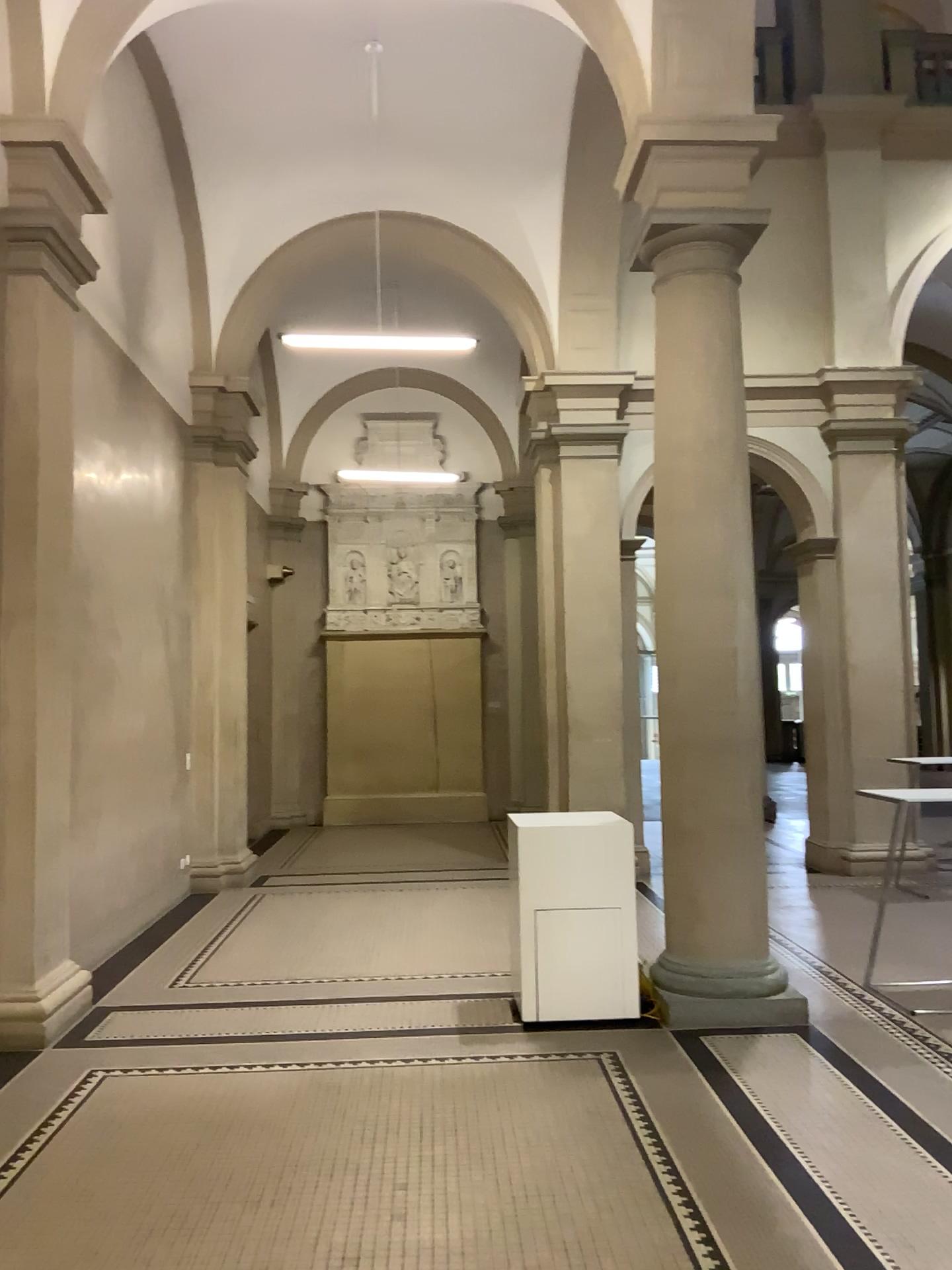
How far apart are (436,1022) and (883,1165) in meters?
2.2 m
